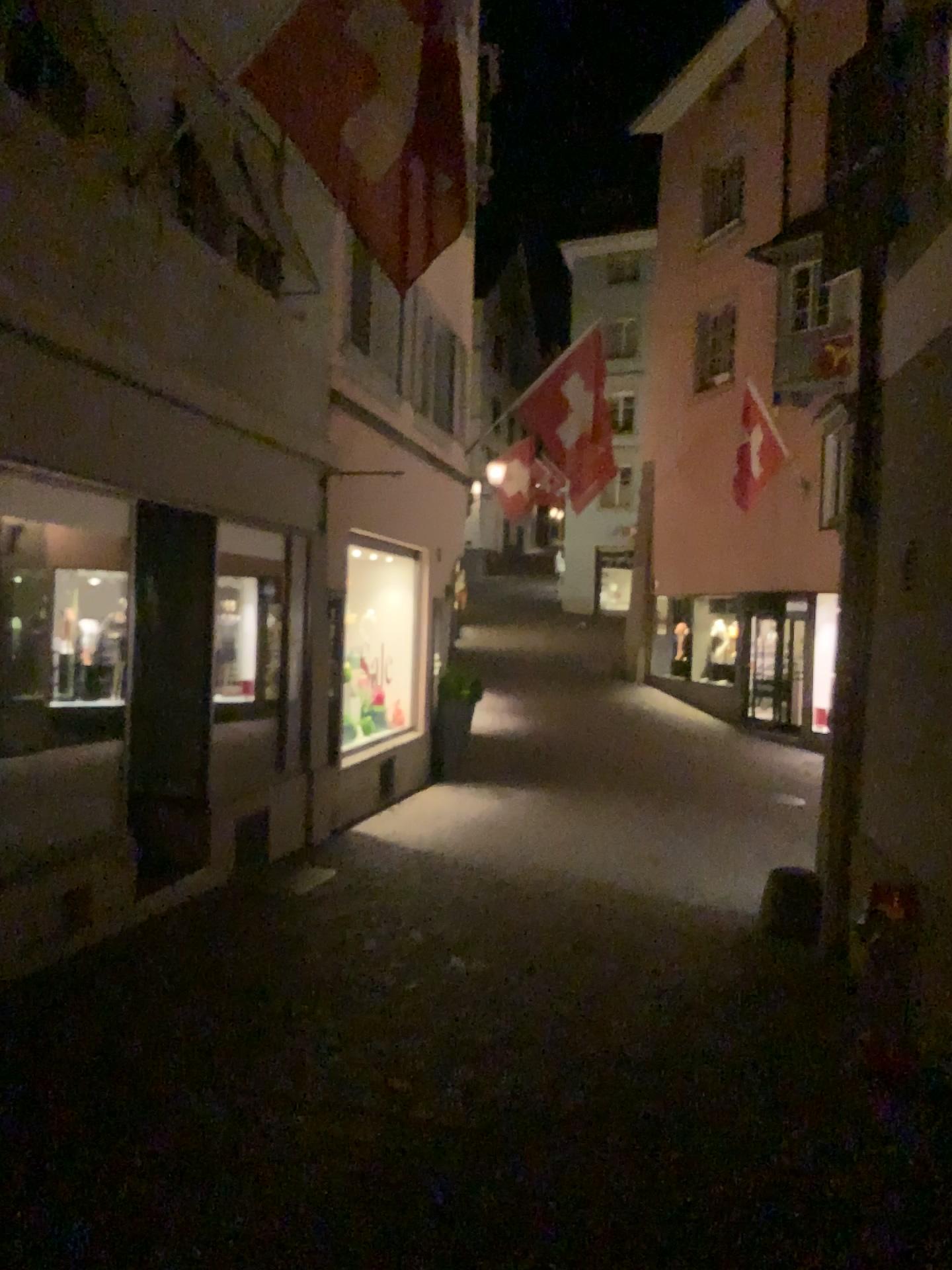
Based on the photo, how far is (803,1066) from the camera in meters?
4.3 m
